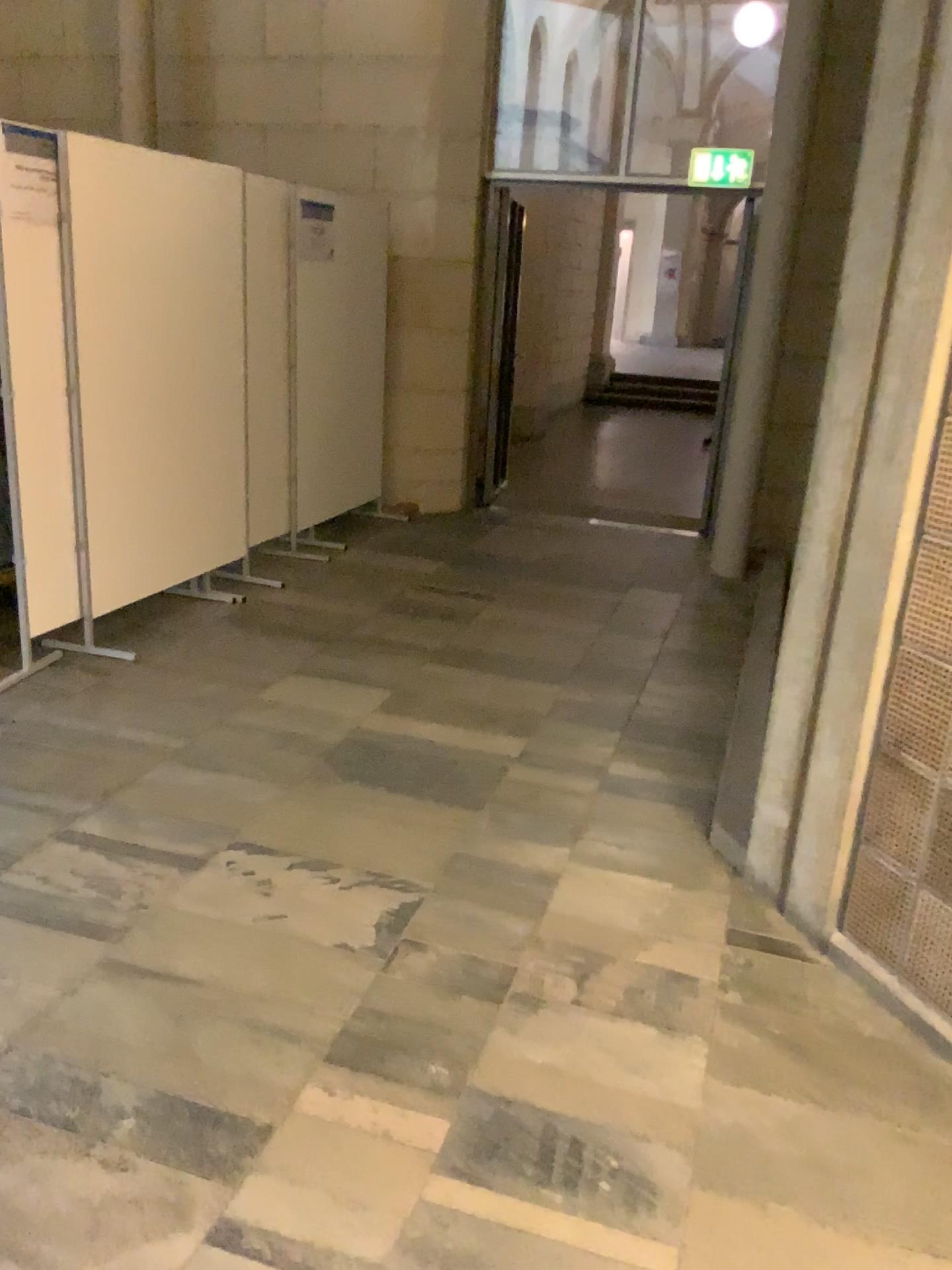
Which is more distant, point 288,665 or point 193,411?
point 193,411
